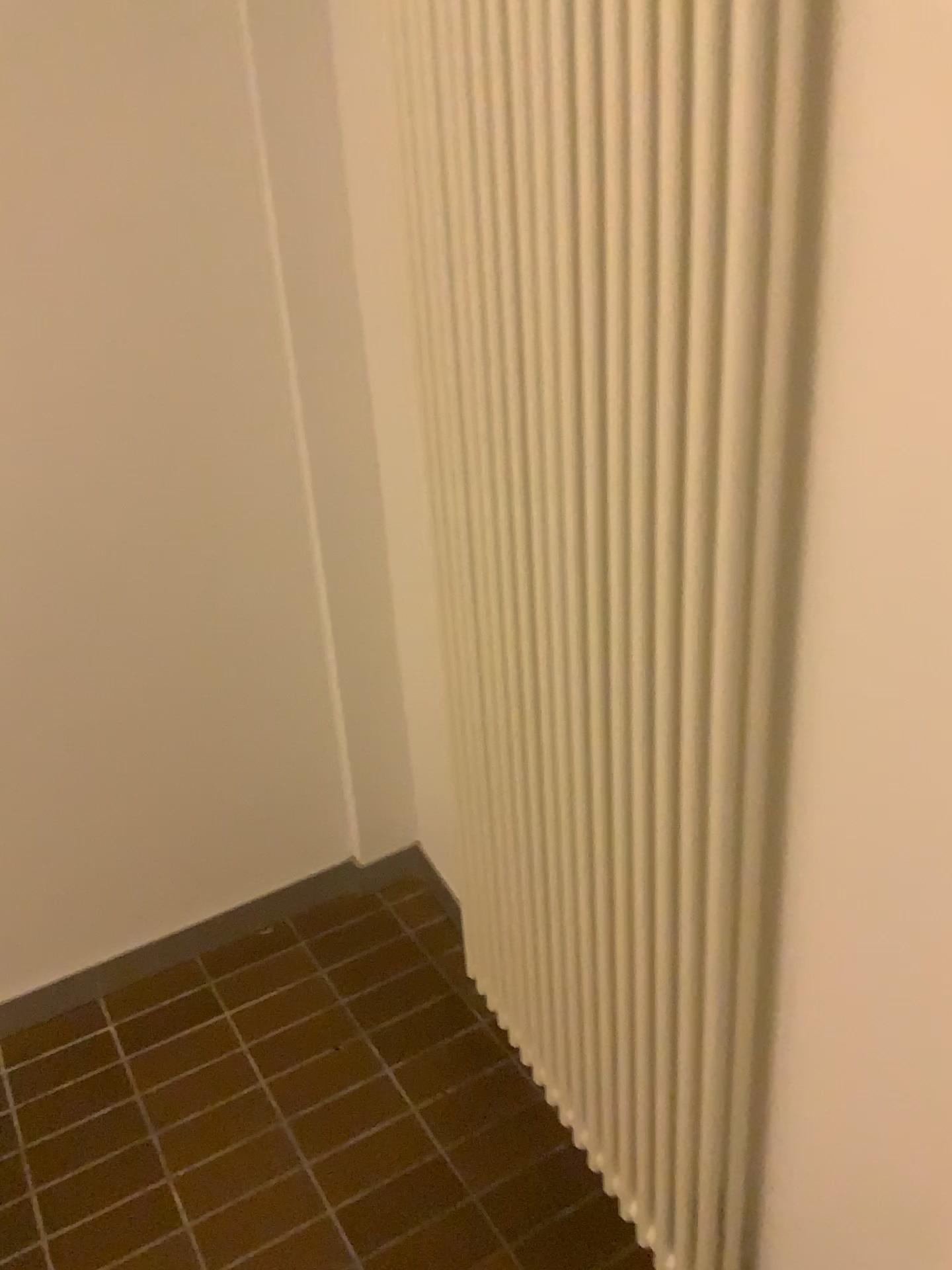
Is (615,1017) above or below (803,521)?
below
